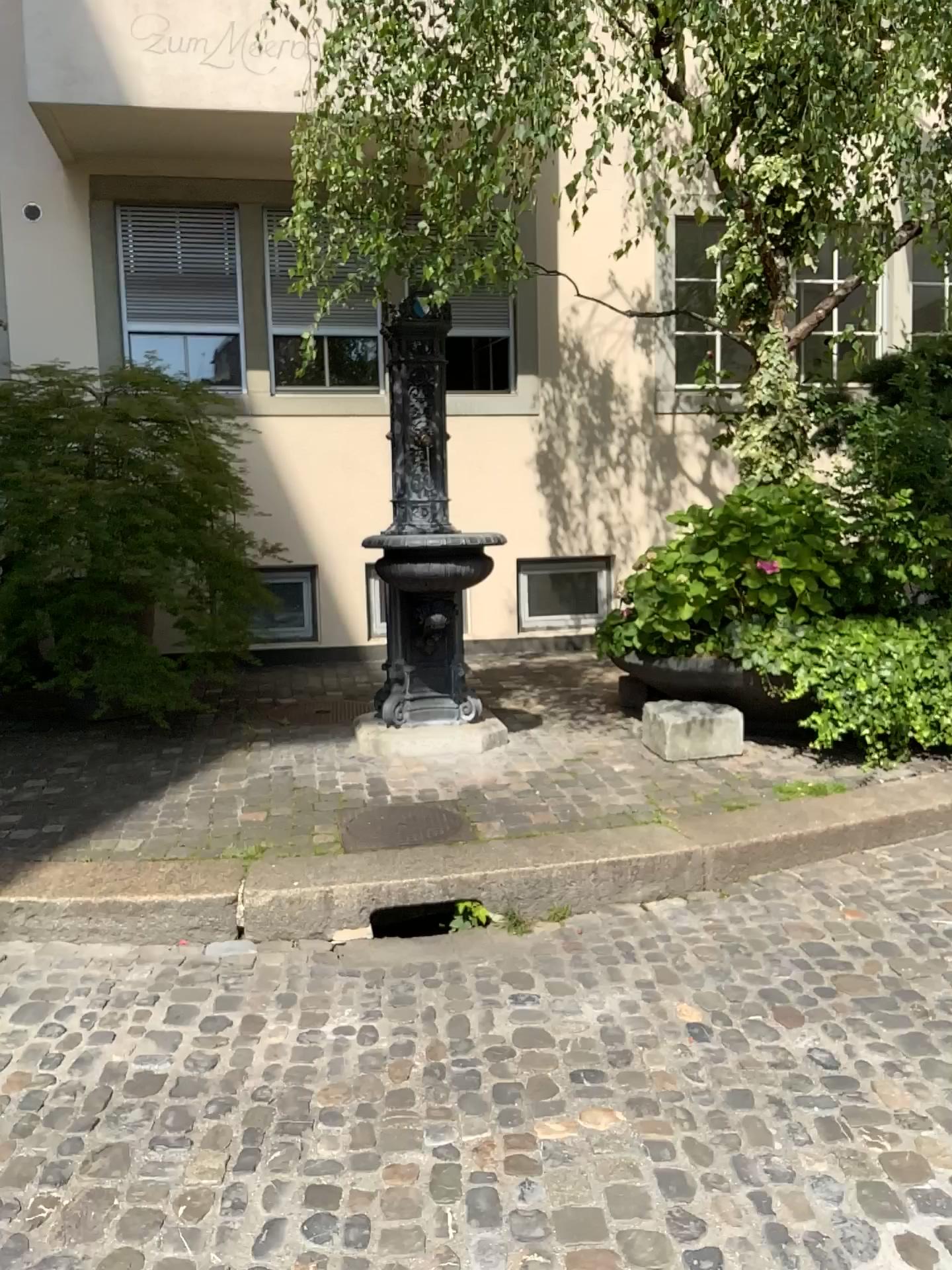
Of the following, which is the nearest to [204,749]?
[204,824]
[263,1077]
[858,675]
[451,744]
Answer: [204,824]
